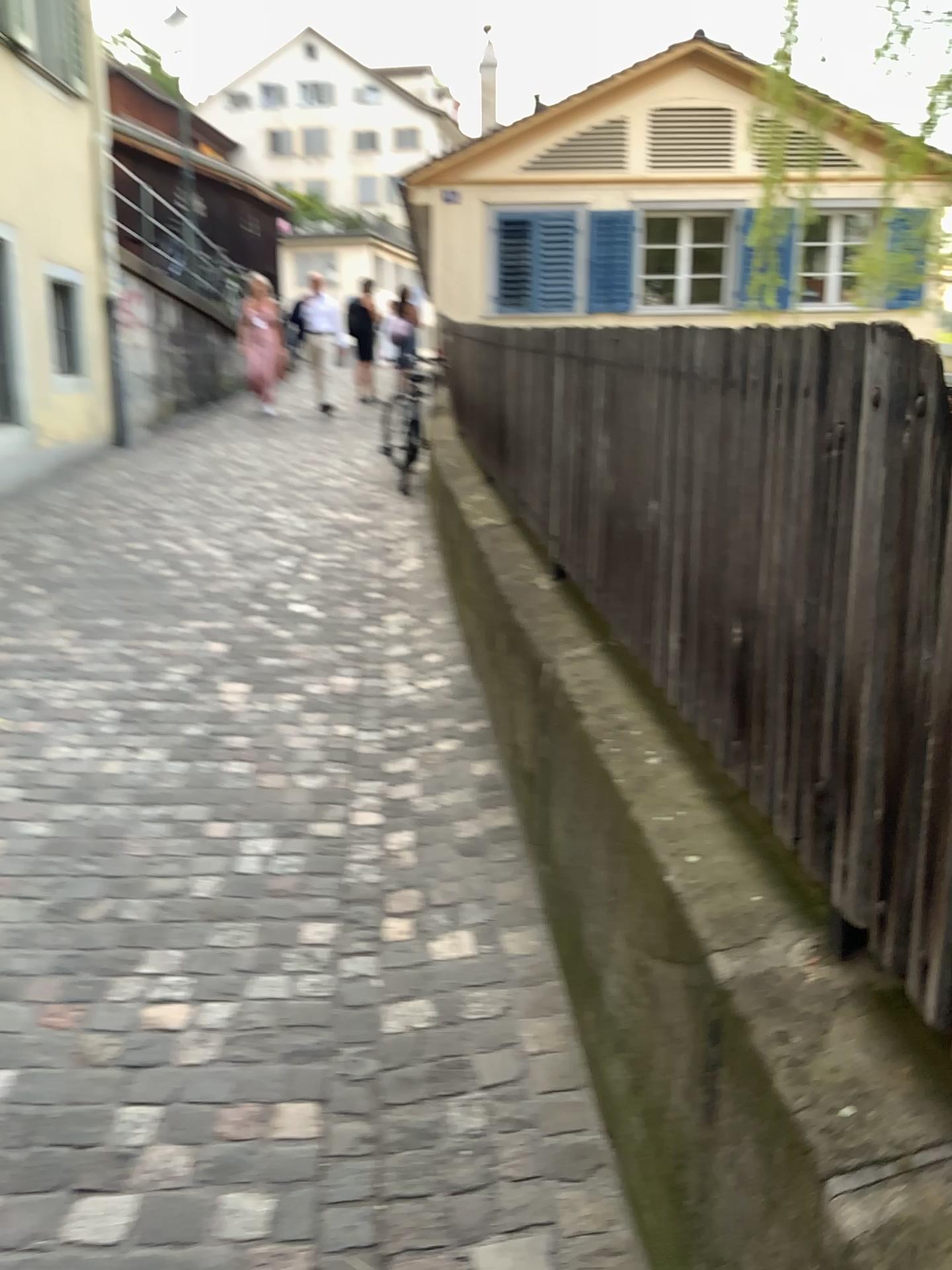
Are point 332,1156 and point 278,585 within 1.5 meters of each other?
no
